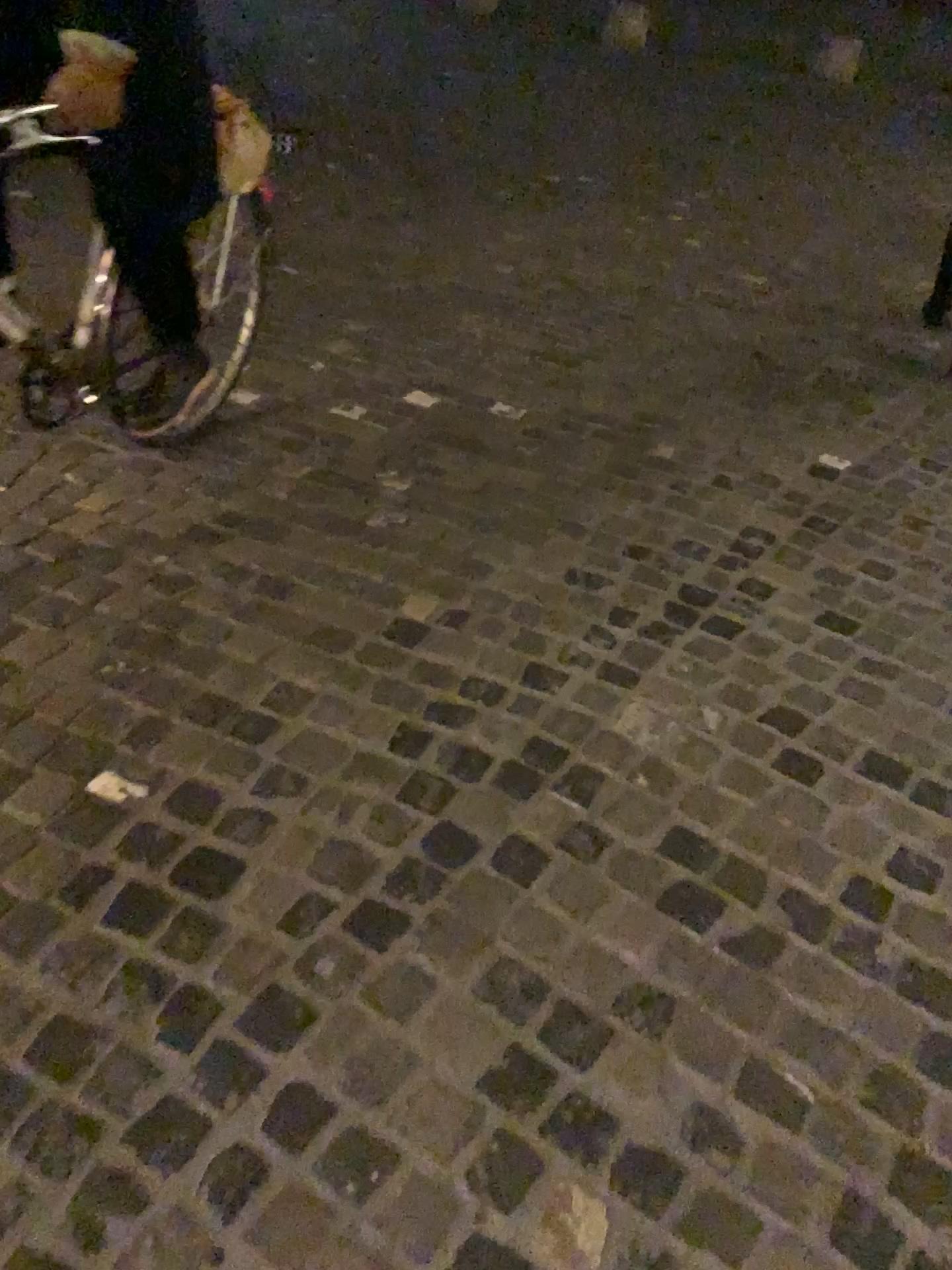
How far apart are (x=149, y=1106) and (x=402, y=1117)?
0.3 meters
